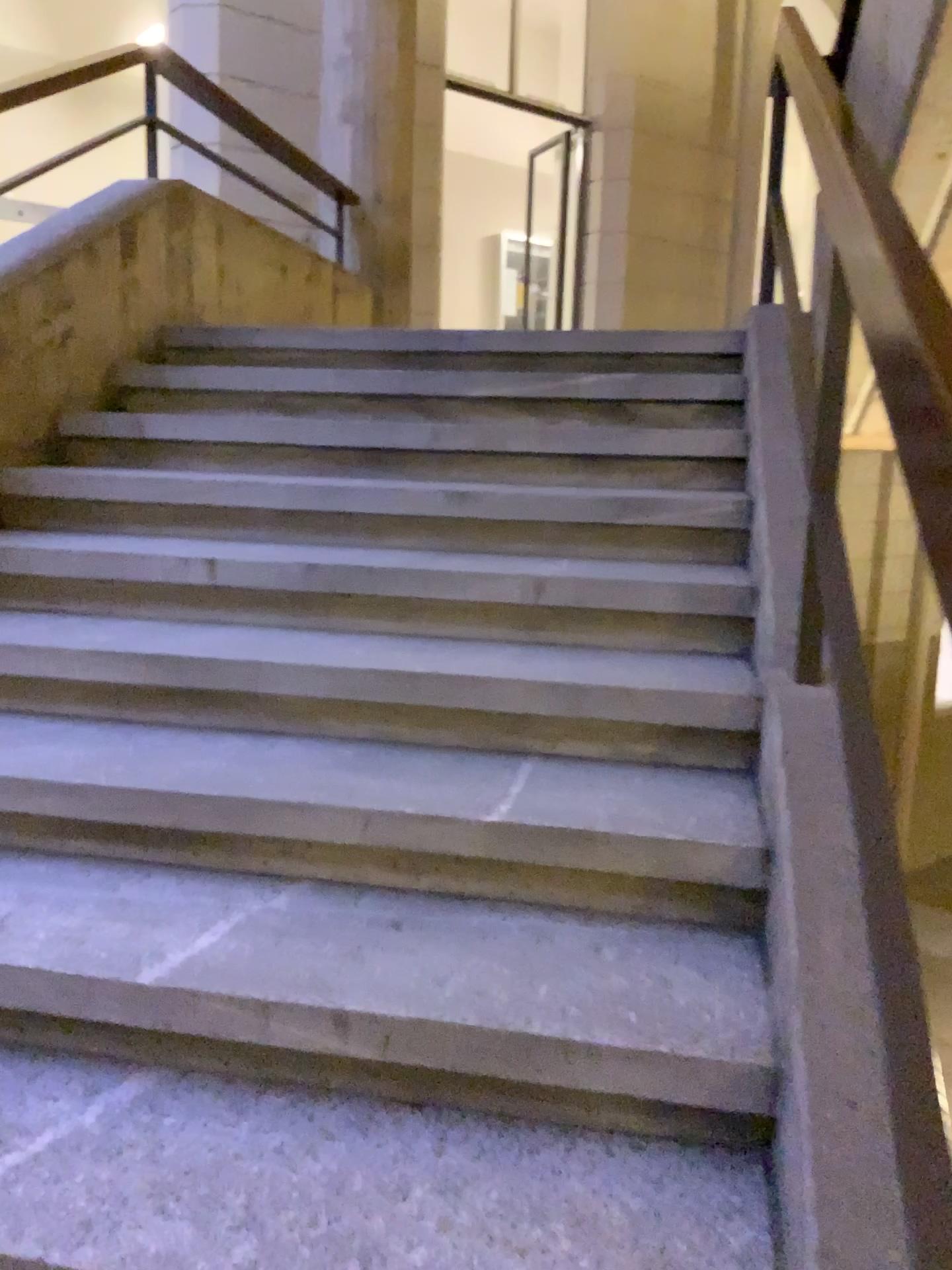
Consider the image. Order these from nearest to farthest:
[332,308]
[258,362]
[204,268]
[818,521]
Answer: [818,521] → [258,362] → [204,268] → [332,308]
